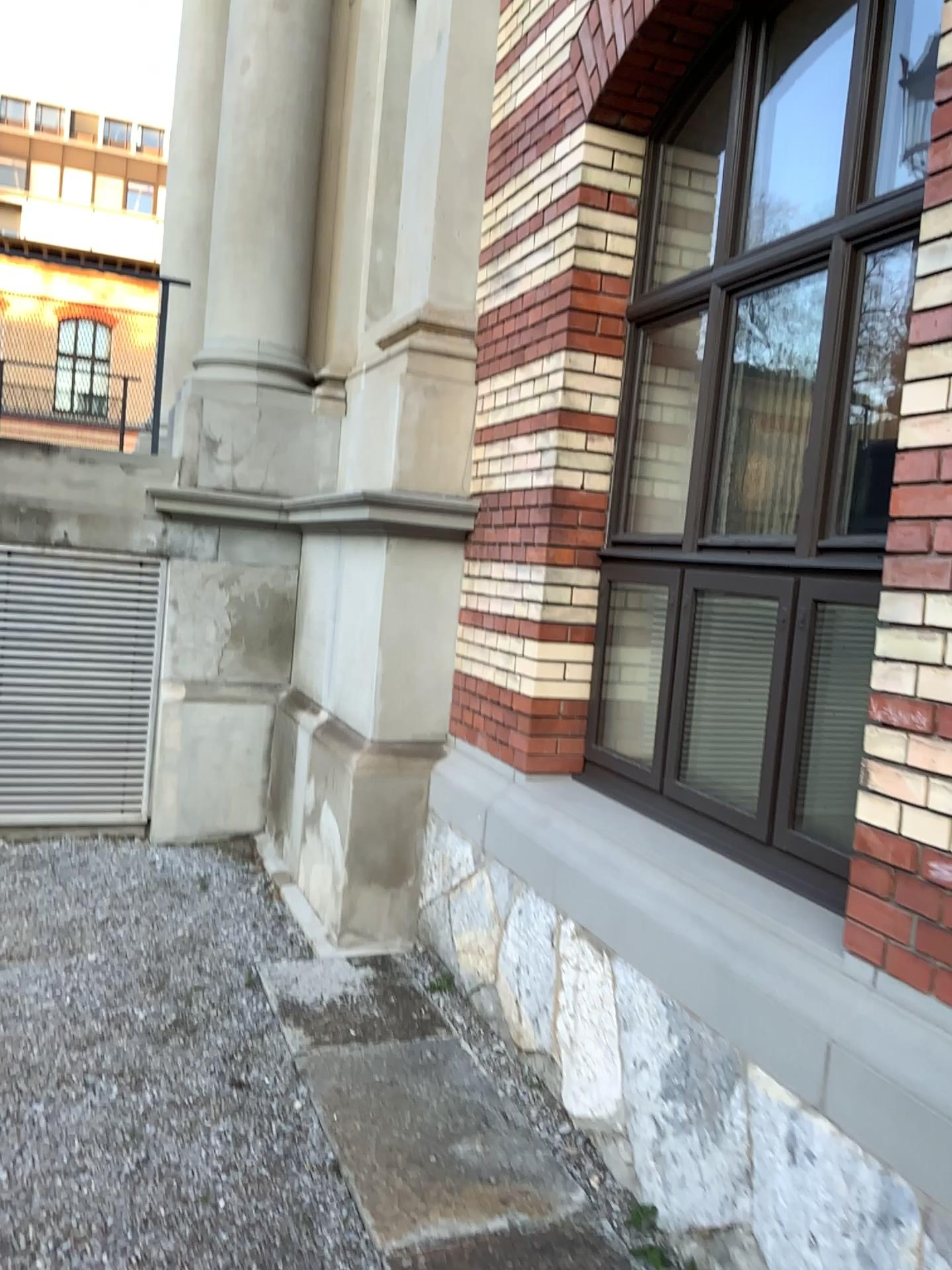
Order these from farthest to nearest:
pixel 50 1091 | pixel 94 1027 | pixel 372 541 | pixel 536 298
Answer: pixel 372 541, pixel 536 298, pixel 94 1027, pixel 50 1091

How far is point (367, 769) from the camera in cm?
445

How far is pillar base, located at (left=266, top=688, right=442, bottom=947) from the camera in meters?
4.5
